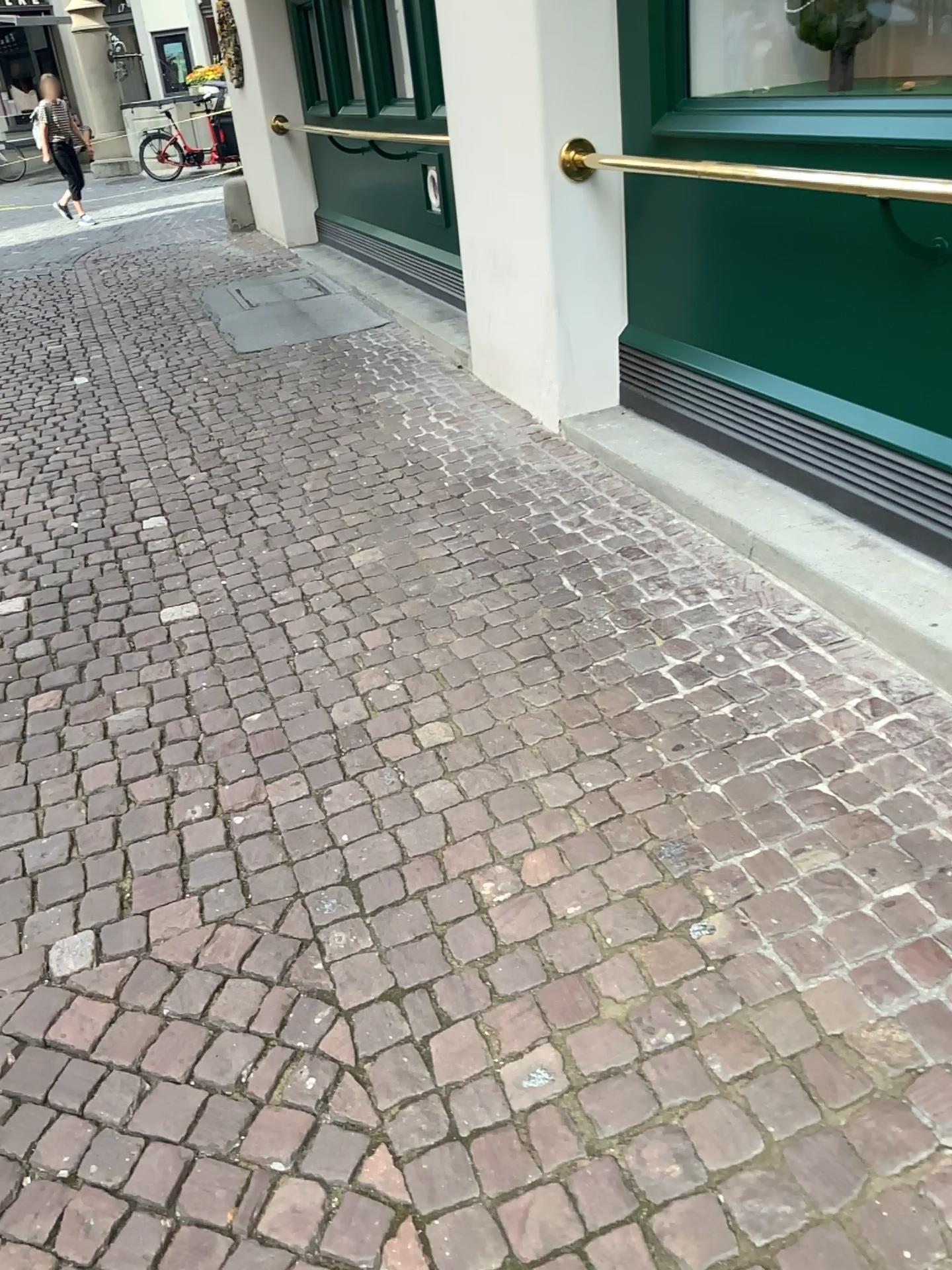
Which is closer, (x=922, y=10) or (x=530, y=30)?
(x=922, y=10)

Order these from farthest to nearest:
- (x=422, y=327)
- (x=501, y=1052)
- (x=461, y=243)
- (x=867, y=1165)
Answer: (x=422, y=327)
(x=461, y=243)
(x=501, y=1052)
(x=867, y=1165)

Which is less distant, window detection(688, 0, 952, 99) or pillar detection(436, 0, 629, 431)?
window detection(688, 0, 952, 99)
